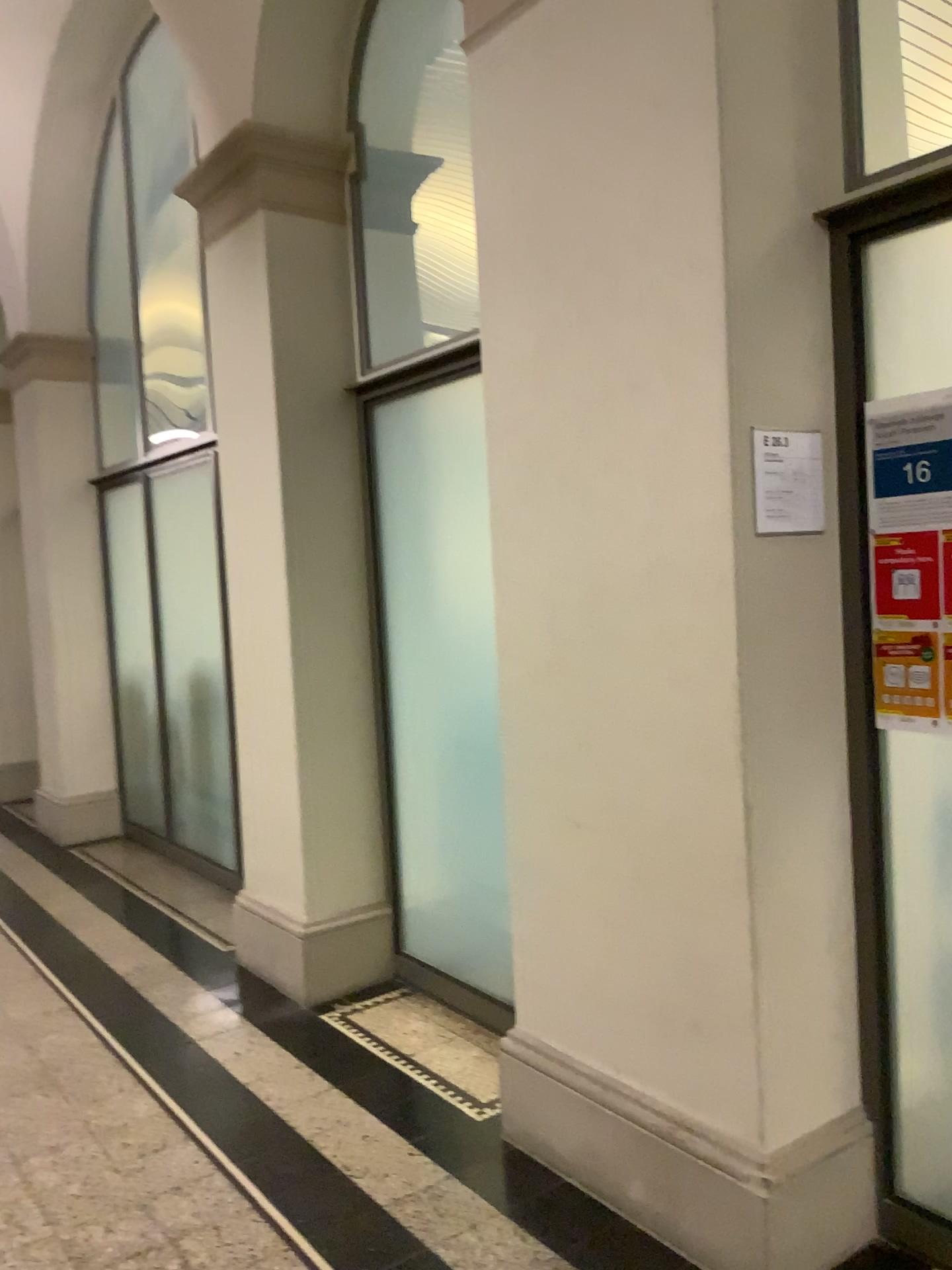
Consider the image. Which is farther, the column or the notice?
the column

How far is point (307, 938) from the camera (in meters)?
3.74

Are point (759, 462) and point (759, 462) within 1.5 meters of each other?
yes

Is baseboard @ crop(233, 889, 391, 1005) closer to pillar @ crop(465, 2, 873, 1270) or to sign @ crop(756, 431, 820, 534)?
pillar @ crop(465, 2, 873, 1270)

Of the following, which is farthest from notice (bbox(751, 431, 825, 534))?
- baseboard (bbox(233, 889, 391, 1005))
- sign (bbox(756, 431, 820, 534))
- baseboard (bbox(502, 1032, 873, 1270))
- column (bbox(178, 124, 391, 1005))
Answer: baseboard (bbox(233, 889, 391, 1005))

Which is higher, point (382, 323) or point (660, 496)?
point (382, 323)

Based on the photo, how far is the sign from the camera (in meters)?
2.13

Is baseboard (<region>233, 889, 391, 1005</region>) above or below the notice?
below

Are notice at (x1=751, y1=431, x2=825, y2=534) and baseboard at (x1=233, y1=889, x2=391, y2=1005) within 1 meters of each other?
no

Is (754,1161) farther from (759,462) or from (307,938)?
(307,938)
